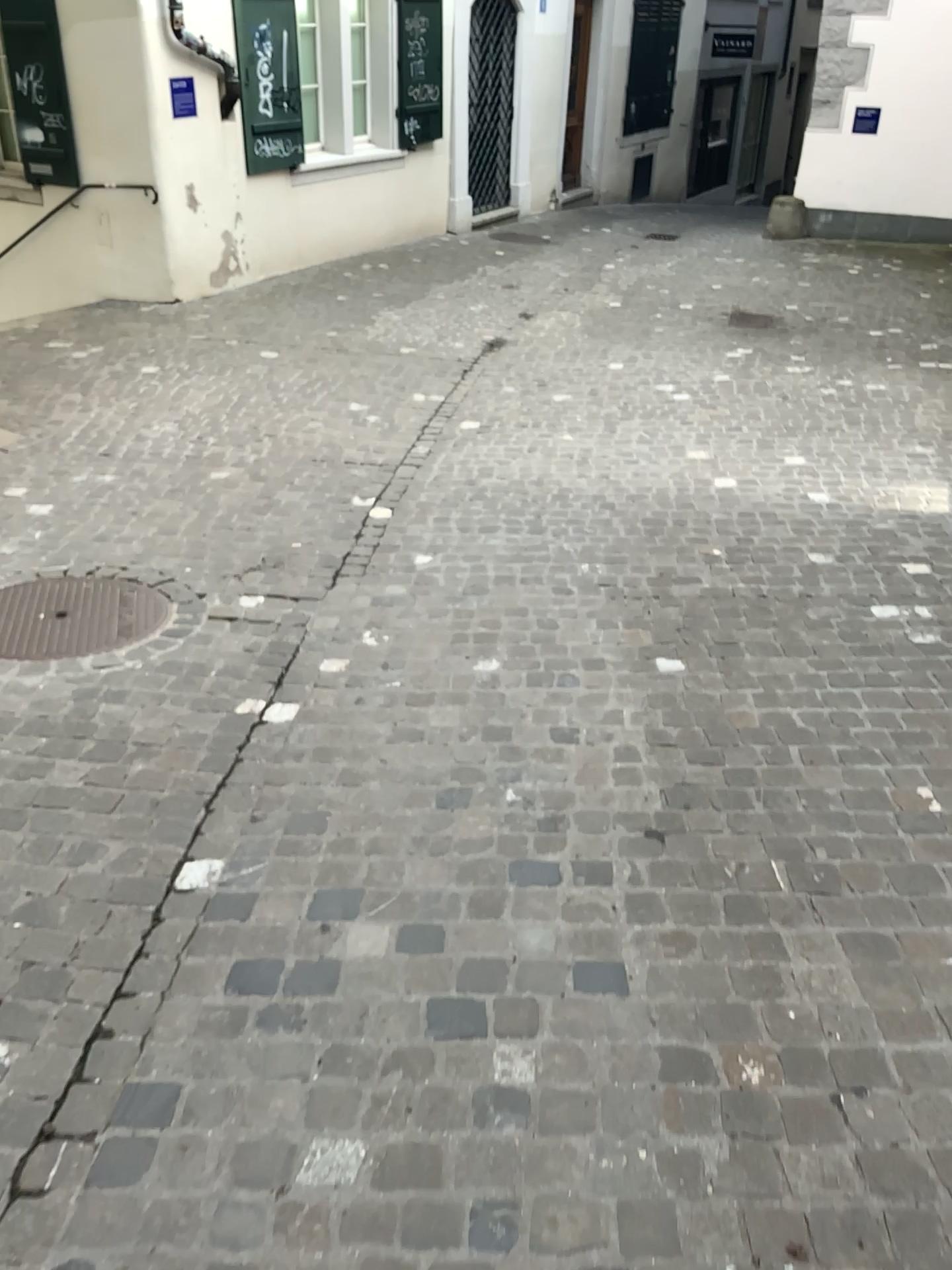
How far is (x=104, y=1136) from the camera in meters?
1.7 m
